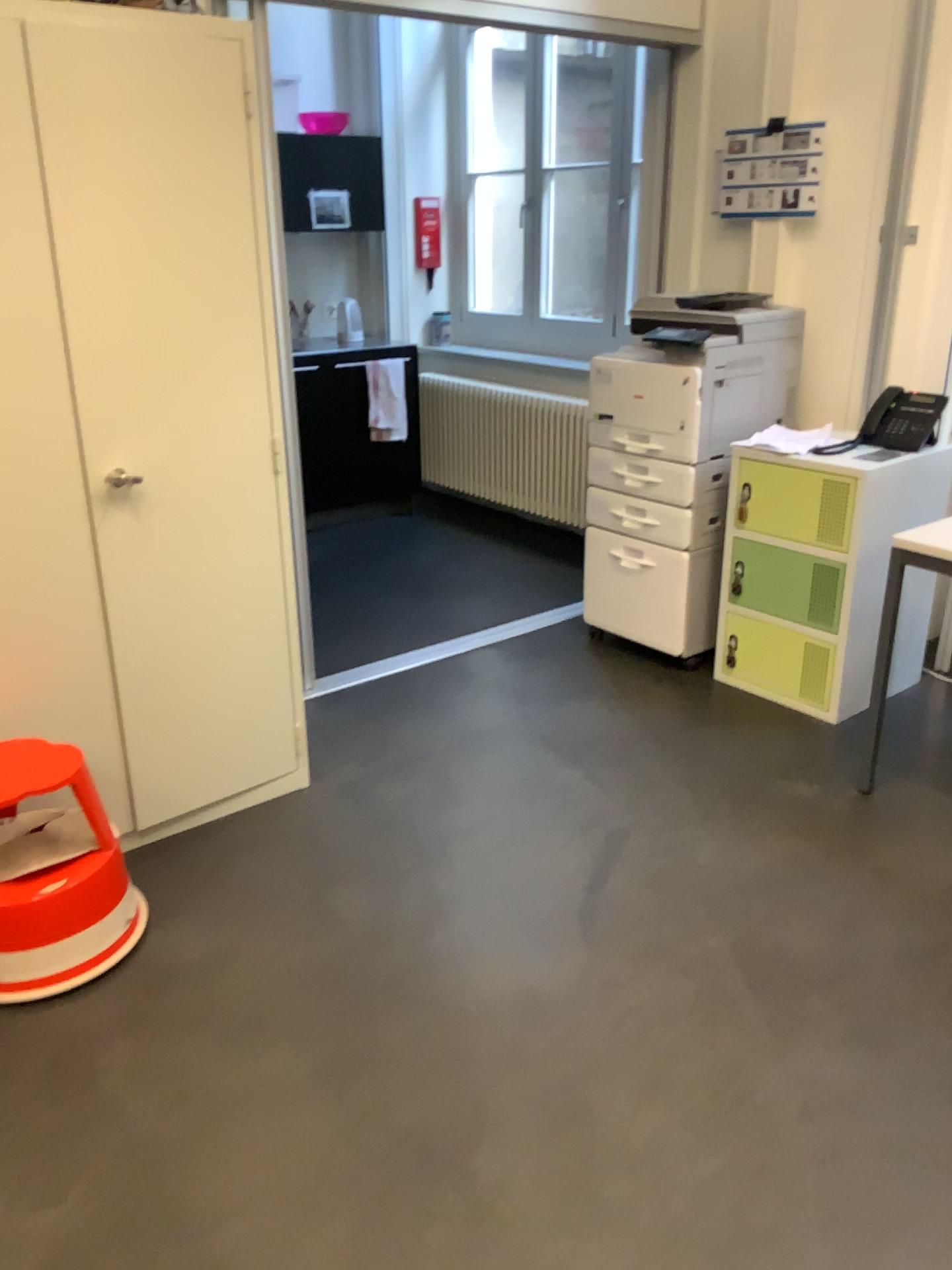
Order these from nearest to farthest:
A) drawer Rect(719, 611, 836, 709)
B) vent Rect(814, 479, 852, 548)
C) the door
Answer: the door → vent Rect(814, 479, 852, 548) → drawer Rect(719, 611, 836, 709)

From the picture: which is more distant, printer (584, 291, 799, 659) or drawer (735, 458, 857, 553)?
printer (584, 291, 799, 659)

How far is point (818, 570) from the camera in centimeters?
321cm

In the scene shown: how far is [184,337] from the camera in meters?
2.4 m

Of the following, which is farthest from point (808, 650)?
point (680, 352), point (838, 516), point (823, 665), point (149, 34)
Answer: point (149, 34)

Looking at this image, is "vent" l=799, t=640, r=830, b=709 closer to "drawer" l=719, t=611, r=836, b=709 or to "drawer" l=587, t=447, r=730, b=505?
"drawer" l=719, t=611, r=836, b=709

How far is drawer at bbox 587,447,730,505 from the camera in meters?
3.5

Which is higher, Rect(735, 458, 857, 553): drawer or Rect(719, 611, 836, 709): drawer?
Rect(735, 458, 857, 553): drawer

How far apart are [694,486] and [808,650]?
0.6 meters

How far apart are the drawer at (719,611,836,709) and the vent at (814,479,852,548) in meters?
0.3 m
